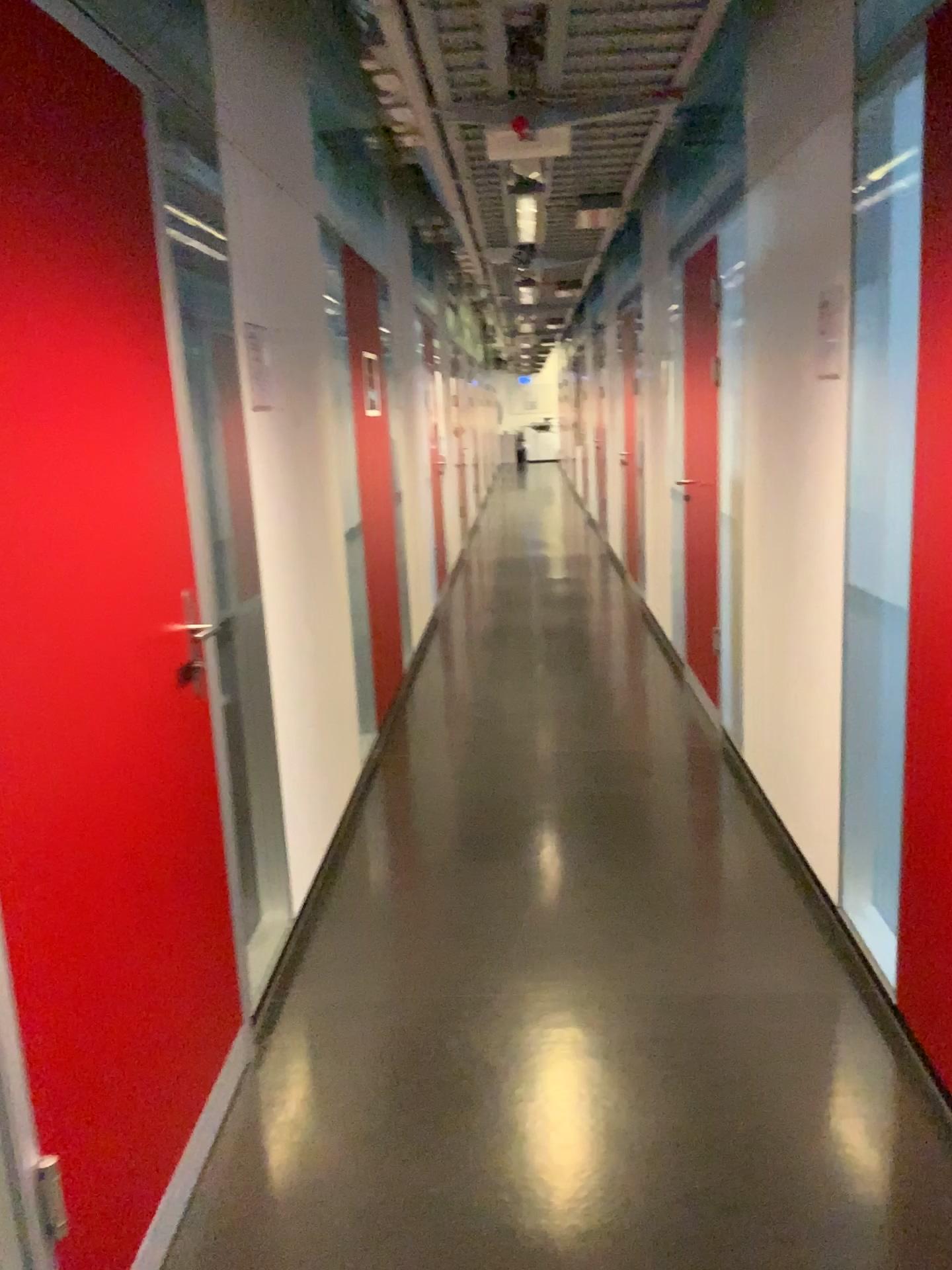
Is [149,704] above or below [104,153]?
below

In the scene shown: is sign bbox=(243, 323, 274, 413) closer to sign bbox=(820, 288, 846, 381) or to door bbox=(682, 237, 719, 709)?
sign bbox=(820, 288, 846, 381)

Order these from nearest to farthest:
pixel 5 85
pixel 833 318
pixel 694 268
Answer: pixel 5 85 → pixel 833 318 → pixel 694 268

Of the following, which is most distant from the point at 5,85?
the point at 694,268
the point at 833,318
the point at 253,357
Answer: the point at 694,268

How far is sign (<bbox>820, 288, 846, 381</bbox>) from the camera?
2.6 meters

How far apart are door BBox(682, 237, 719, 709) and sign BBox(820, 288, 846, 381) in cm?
142

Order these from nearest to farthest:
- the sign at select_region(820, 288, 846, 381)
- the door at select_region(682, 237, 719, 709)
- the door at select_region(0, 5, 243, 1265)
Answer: the door at select_region(0, 5, 243, 1265) < the sign at select_region(820, 288, 846, 381) < the door at select_region(682, 237, 719, 709)

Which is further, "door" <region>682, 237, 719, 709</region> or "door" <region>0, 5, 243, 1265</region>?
"door" <region>682, 237, 719, 709</region>

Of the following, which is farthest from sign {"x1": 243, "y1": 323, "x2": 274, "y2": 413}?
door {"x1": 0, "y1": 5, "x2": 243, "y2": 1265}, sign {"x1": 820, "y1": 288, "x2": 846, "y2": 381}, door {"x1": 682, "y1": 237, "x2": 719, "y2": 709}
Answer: door {"x1": 682, "y1": 237, "x2": 719, "y2": 709}

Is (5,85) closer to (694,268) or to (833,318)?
Result: (833,318)
